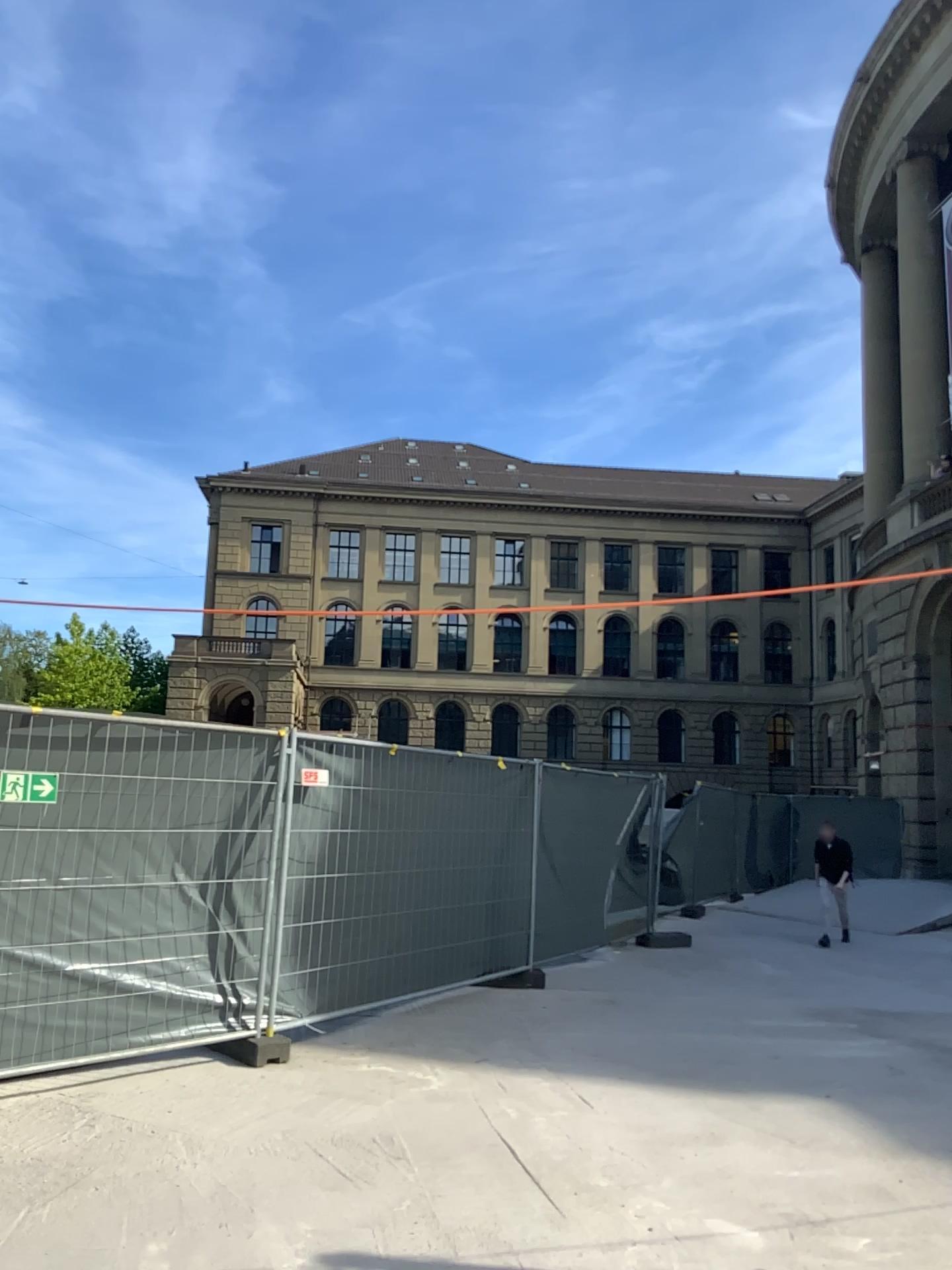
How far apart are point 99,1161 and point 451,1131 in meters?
1.6
